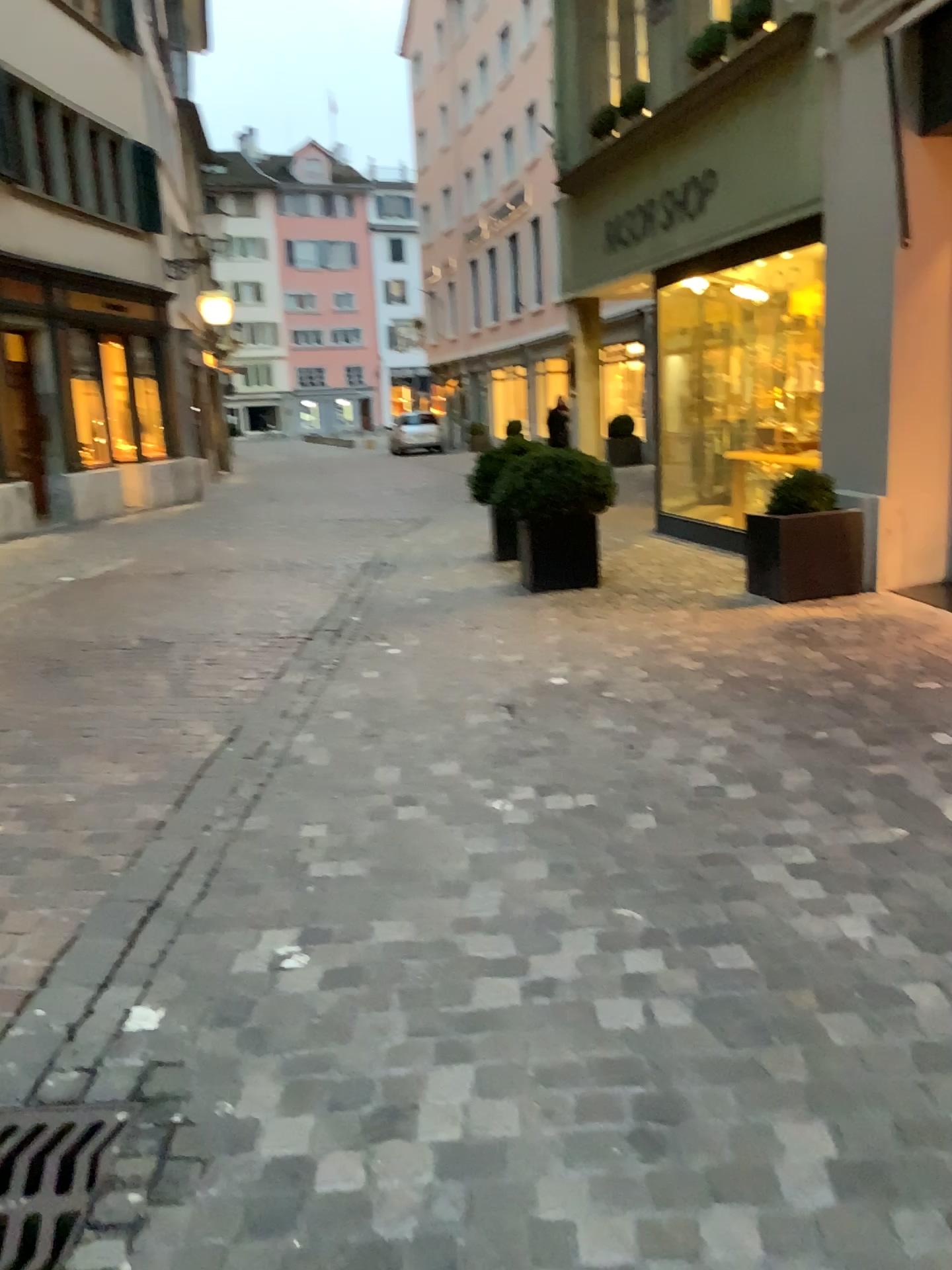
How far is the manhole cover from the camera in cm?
170

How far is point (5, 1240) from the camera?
1.7 meters

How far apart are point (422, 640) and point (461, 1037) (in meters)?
3.79
